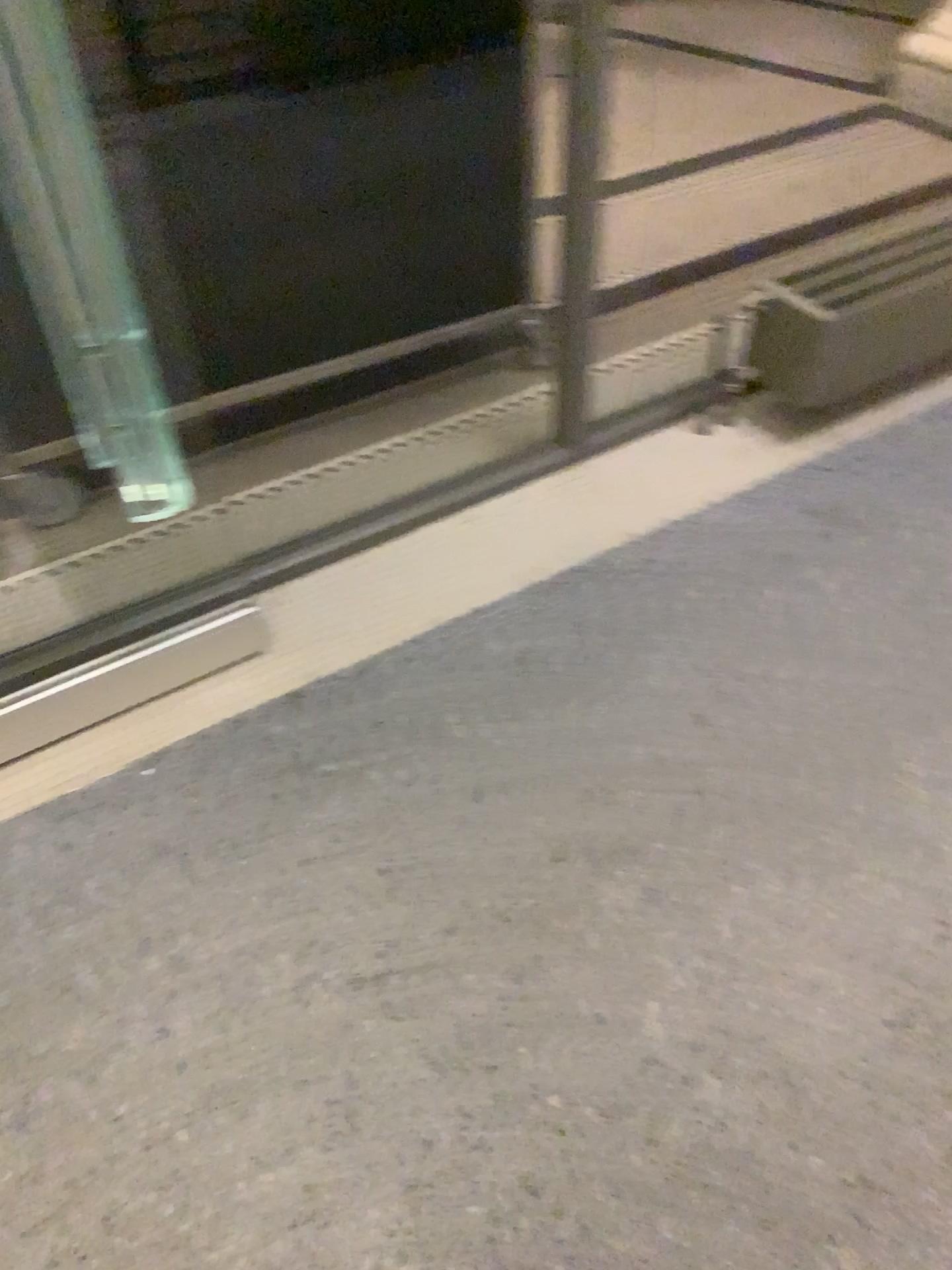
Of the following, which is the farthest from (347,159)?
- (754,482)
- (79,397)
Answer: (754,482)
